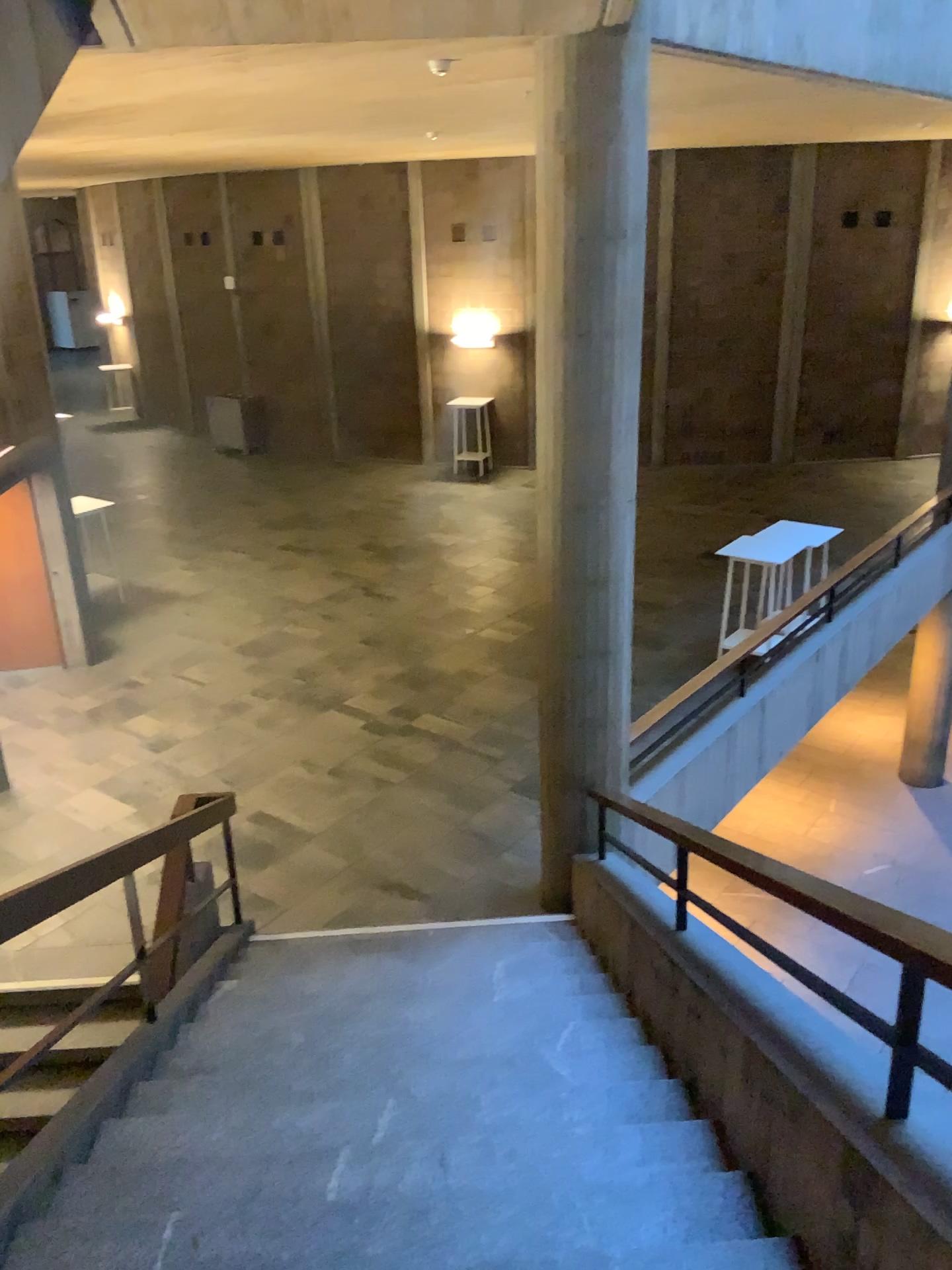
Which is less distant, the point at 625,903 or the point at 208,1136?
the point at 208,1136
